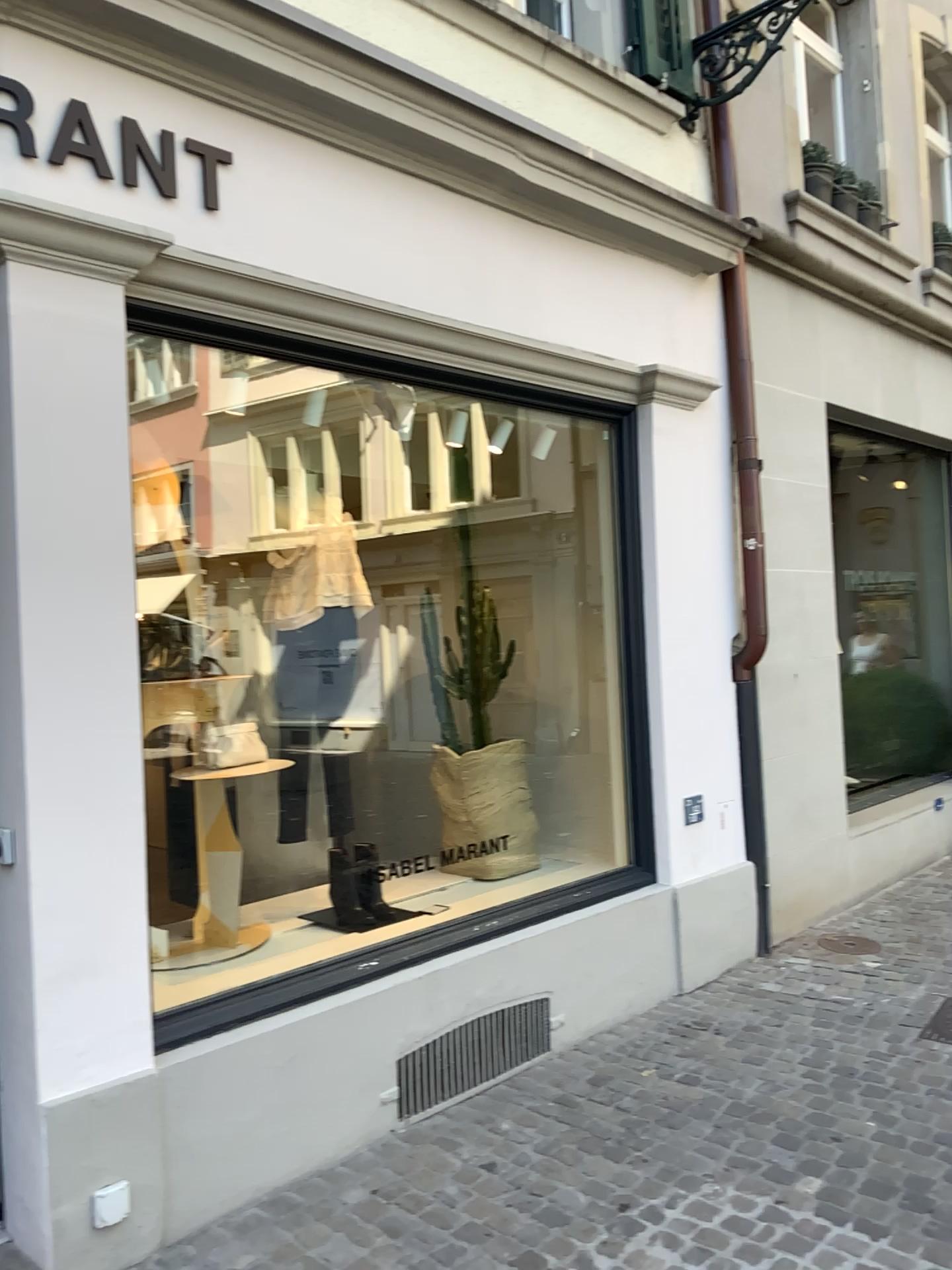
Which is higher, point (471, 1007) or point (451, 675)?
point (451, 675)

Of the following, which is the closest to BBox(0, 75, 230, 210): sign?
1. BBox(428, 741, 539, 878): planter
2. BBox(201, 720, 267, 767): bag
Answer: BBox(201, 720, 267, 767): bag

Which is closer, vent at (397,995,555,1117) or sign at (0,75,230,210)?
sign at (0,75,230,210)

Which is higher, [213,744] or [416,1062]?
[213,744]

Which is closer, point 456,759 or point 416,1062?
point 416,1062

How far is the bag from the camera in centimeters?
362cm

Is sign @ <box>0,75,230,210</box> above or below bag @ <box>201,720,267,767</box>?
above

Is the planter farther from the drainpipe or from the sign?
the sign

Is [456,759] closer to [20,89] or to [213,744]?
[213,744]

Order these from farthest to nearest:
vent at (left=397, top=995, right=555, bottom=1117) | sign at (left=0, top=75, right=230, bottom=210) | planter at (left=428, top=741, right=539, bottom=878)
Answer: planter at (left=428, top=741, right=539, bottom=878), vent at (left=397, top=995, right=555, bottom=1117), sign at (left=0, top=75, right=230, bottom=210)
